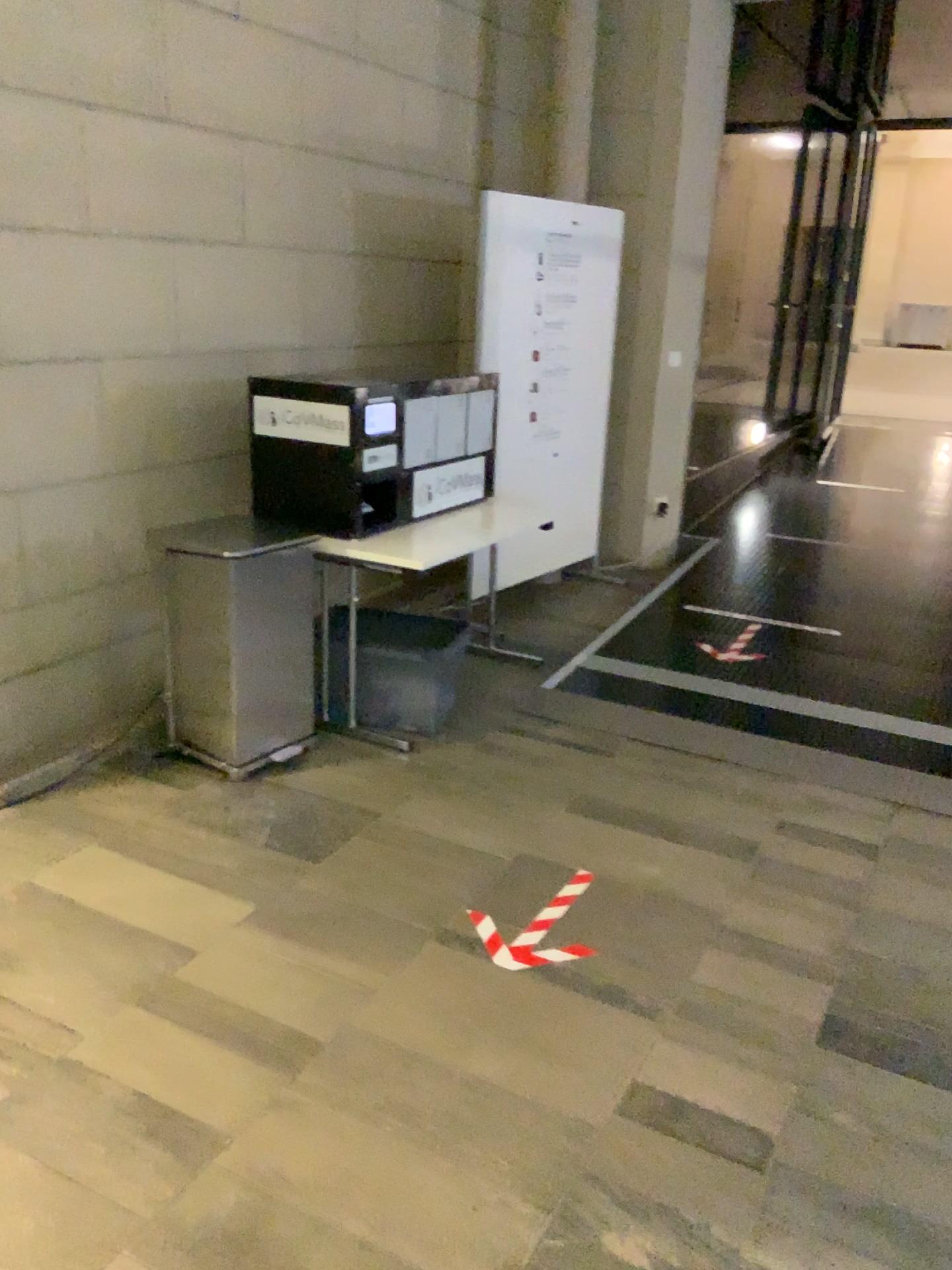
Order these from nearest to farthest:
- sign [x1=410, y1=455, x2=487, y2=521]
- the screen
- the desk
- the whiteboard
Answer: → 1. the desk
2. the screen
3. sign [x1=410, y1=455, x2=487, y2=521]
4. the whiteboard

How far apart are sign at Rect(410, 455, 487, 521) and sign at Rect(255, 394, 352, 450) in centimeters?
44cm

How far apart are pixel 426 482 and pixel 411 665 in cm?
72

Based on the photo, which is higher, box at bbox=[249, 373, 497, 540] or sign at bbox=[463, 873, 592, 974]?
box at bbox=[249, 373, 497, 540]

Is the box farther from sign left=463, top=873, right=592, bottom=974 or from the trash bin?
sign left=463, top=873, right=592, bottom=974

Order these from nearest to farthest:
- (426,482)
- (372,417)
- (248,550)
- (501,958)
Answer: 1. (501,958)
2. (248,550)
3. (372,417)
4. (426,482)

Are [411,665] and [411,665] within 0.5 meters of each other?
yes

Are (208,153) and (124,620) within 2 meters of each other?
yes

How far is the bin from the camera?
3.8 meters

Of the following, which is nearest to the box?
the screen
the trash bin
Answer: the screen
